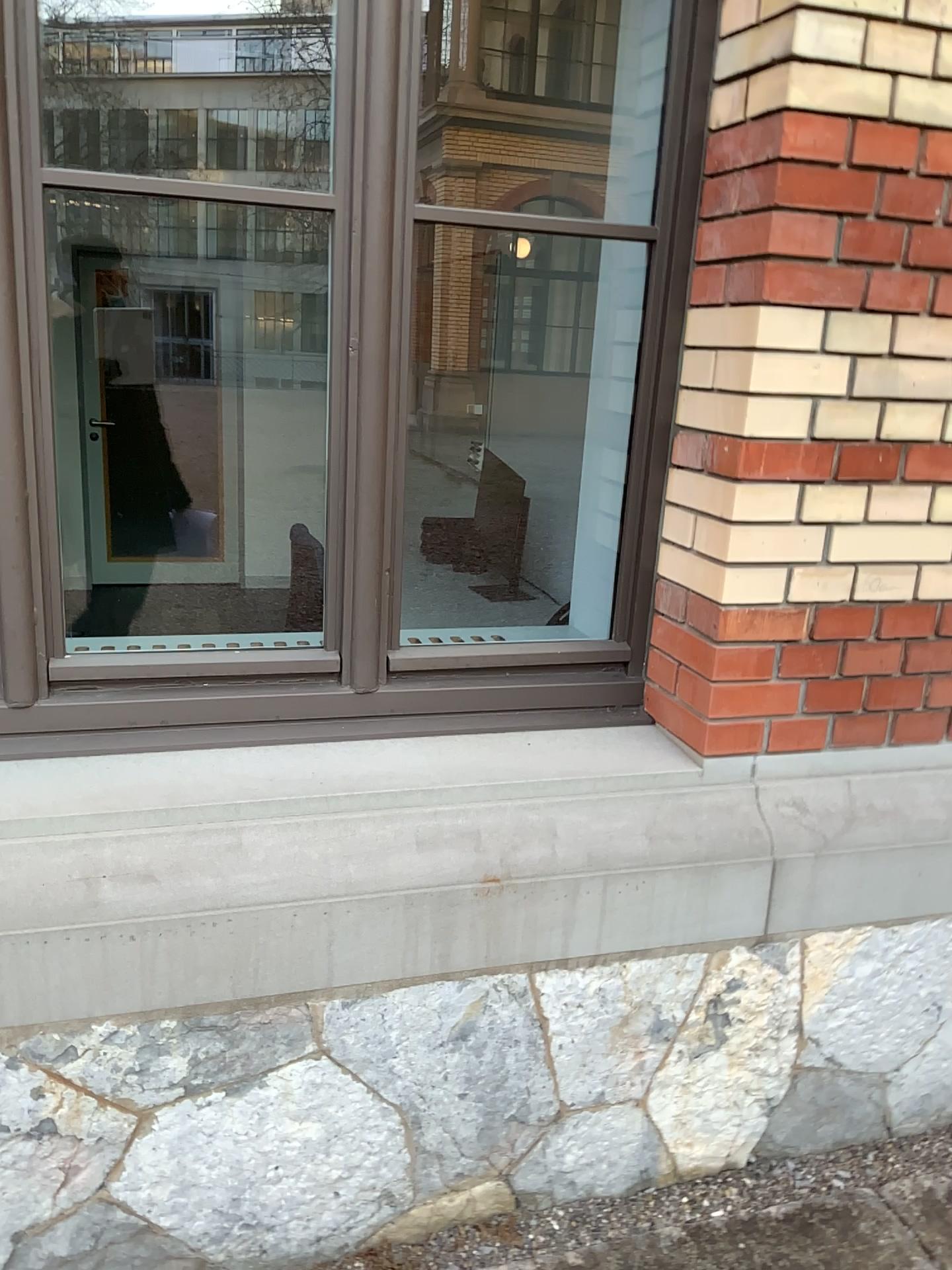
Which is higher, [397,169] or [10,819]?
[397,169]

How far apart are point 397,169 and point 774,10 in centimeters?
64cm

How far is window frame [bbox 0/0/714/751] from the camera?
1.69m

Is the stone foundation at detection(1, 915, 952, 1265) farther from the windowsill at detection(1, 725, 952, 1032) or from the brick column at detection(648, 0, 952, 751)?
the brick column at detection(648, 0, 952, 751)

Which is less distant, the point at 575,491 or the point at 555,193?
the point at 575,491

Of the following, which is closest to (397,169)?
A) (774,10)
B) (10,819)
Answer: (774,10)

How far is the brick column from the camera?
1.64m

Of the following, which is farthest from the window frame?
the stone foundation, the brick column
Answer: the stone foundation

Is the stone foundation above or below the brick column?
below
